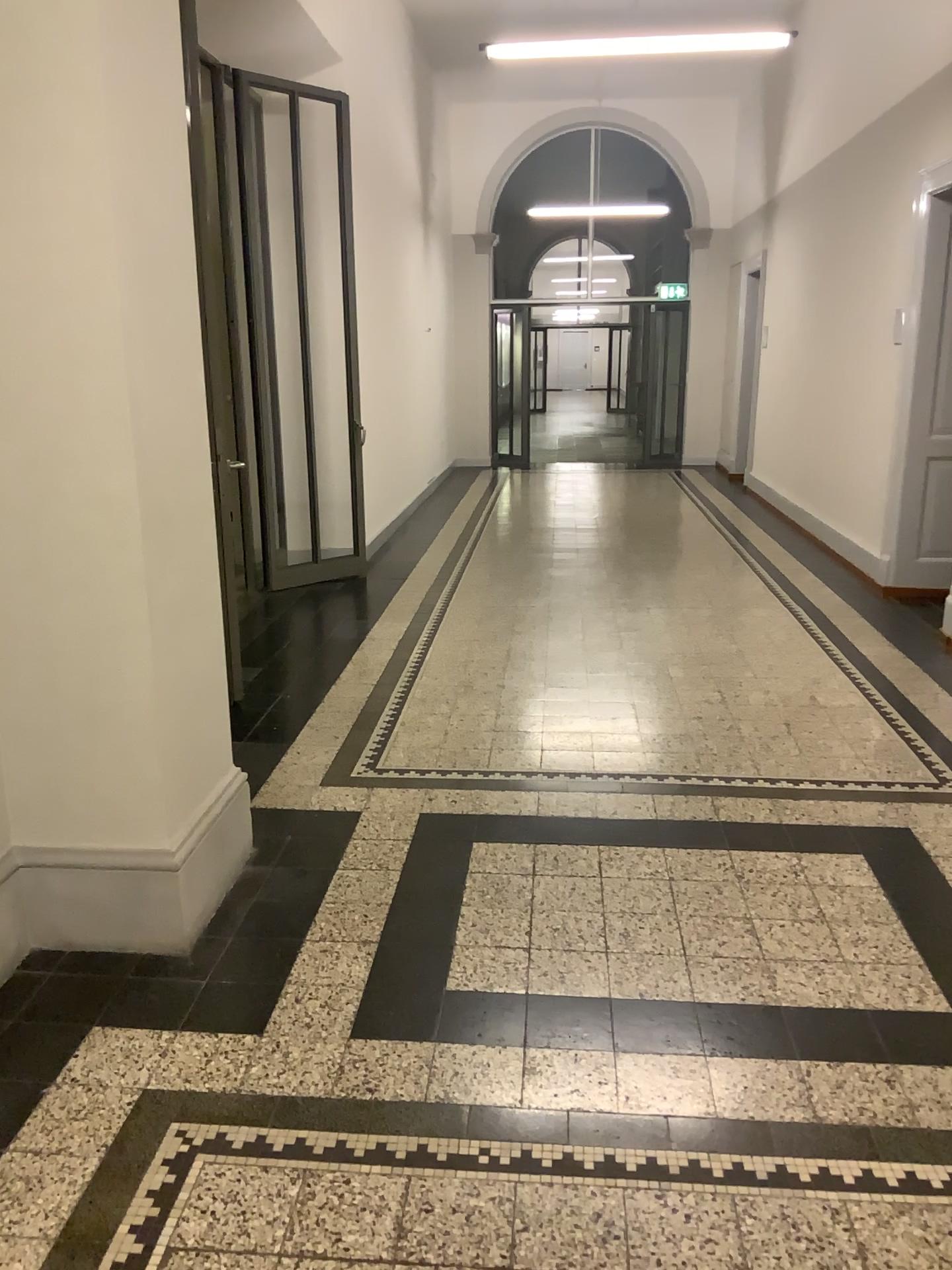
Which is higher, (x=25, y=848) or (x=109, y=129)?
(x=109, y=129)

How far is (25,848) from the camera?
2.7 meters

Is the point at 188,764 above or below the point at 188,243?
below

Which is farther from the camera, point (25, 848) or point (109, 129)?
point (25, 848)

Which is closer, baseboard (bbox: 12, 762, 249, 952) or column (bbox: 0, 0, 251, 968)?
column (bbox: 0, 0, 251, 968)

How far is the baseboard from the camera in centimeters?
273cm
